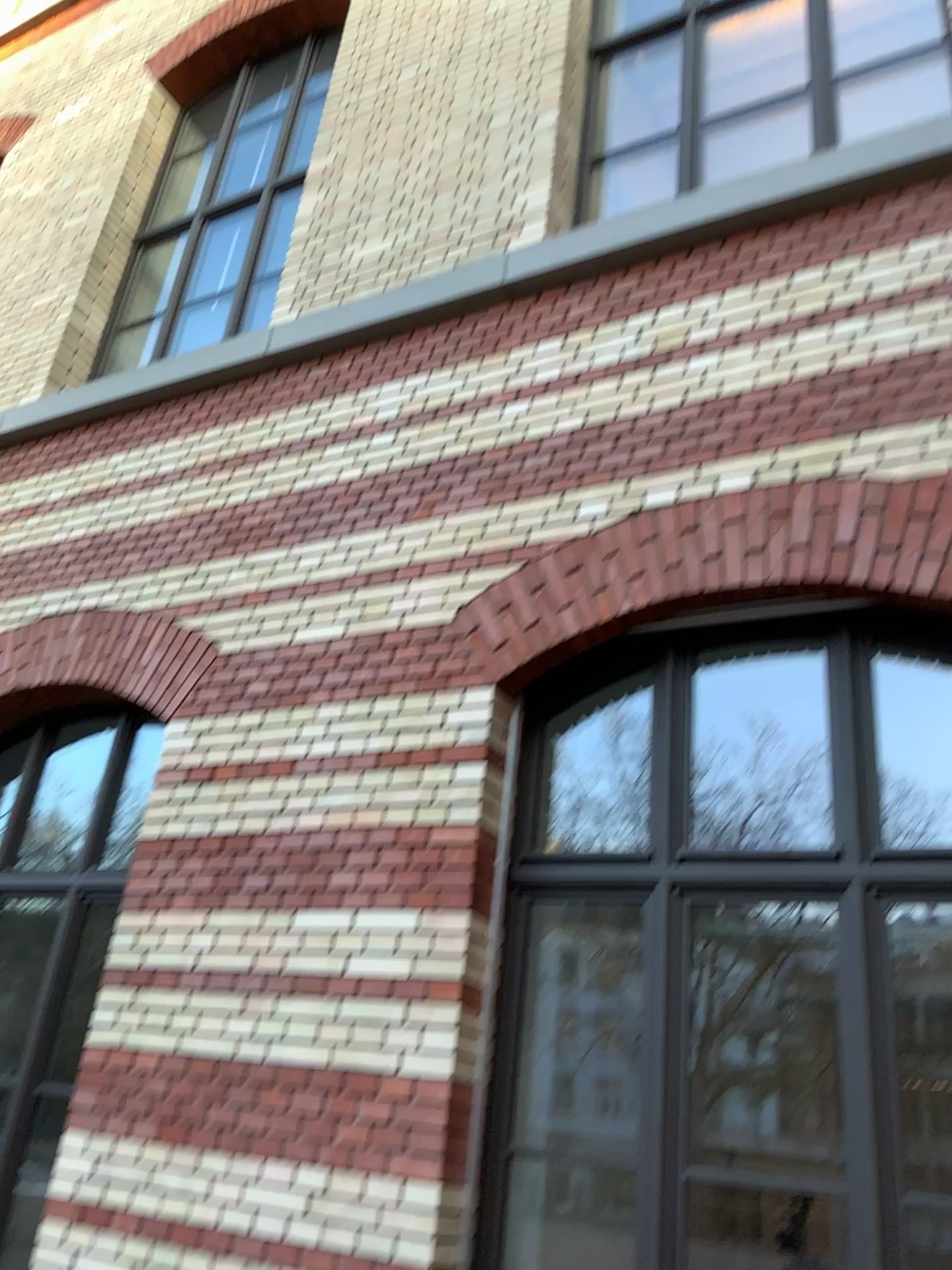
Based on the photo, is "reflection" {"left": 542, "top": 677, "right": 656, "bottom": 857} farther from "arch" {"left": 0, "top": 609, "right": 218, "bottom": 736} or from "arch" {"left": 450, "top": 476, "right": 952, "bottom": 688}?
"arch" {"left": 0, "top": 609, "right": 218, "bottom": 736}

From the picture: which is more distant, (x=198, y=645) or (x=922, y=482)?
(x=198, y=645)

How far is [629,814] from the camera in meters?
3.5

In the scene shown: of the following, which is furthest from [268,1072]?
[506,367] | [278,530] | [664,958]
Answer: [506,367]

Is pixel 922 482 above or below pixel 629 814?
above

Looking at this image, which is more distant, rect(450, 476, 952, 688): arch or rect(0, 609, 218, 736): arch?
rect(0, 609, 218, 736): arch

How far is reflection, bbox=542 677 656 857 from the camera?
3.5m

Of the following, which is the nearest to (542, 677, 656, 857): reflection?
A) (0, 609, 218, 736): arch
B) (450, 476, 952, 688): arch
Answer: (450, 476, 952, 688): arch

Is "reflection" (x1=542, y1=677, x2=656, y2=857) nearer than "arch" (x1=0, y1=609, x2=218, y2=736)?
Yes
